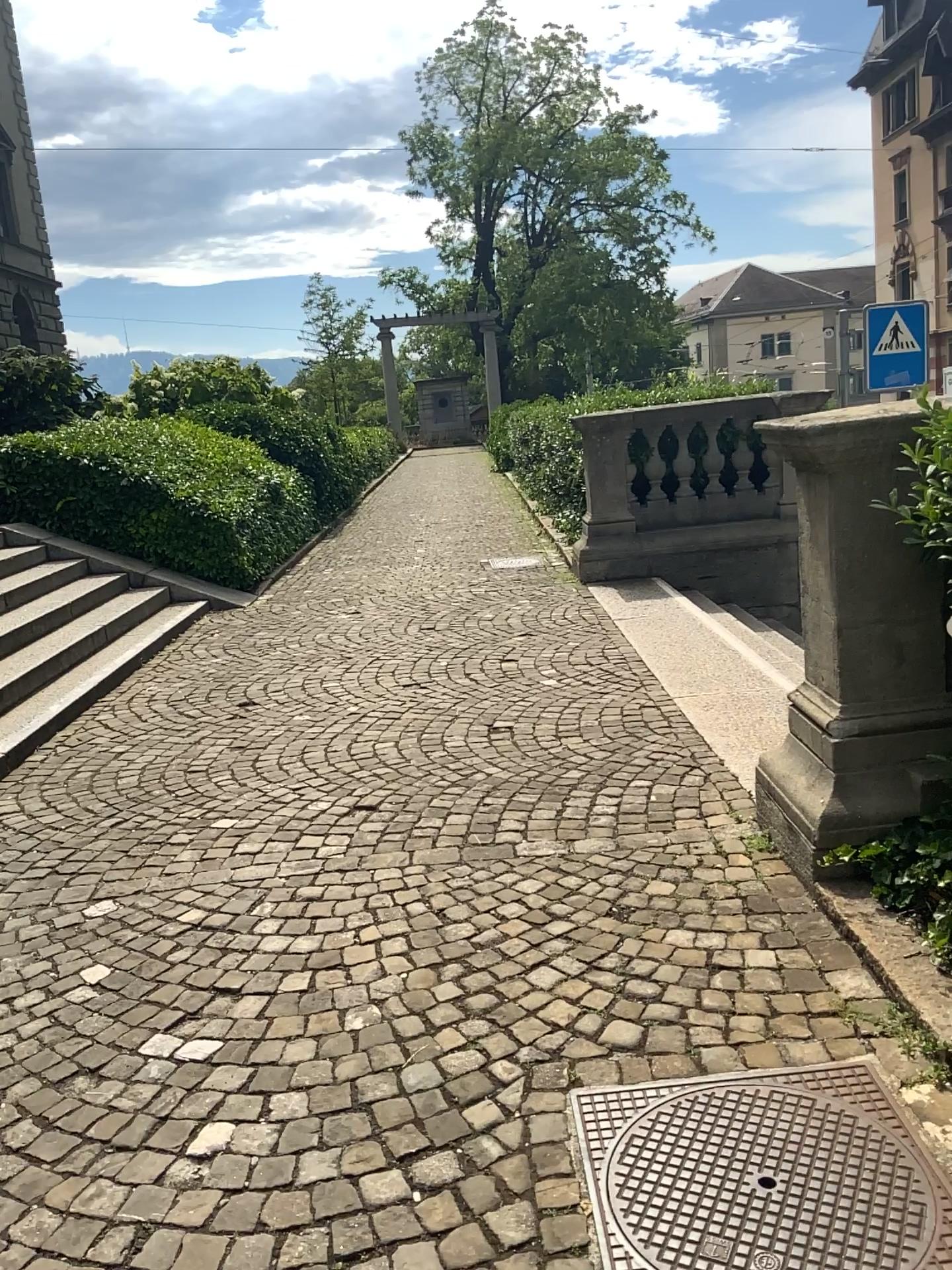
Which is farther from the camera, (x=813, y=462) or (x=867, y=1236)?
(x=813, y=462)

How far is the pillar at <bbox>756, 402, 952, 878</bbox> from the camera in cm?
314

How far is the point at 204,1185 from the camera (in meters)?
2.17

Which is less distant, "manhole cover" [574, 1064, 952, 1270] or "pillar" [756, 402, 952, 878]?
"manhole cover" [574, 1064, 952, 1270]

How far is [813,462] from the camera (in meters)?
3.14

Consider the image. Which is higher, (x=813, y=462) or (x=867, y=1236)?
(x=813, y=462)
